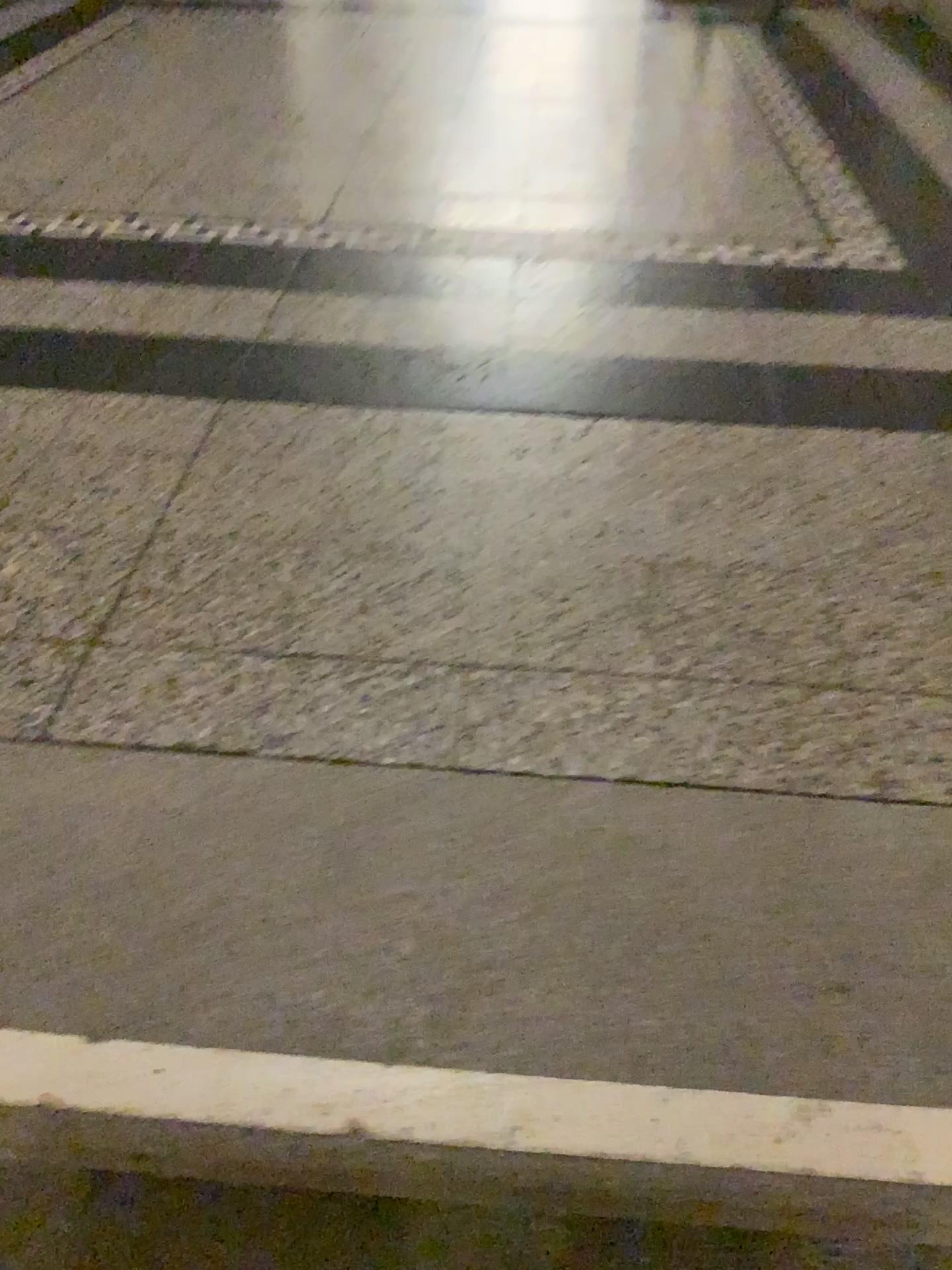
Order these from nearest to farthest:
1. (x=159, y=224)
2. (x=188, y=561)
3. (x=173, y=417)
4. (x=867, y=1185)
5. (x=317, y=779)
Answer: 1. (x=867, y=1185)
2. (x=317, y=779)
3. (x=188, y=561)
4. (x=173, y=417)
5. (x=159, y=224)
